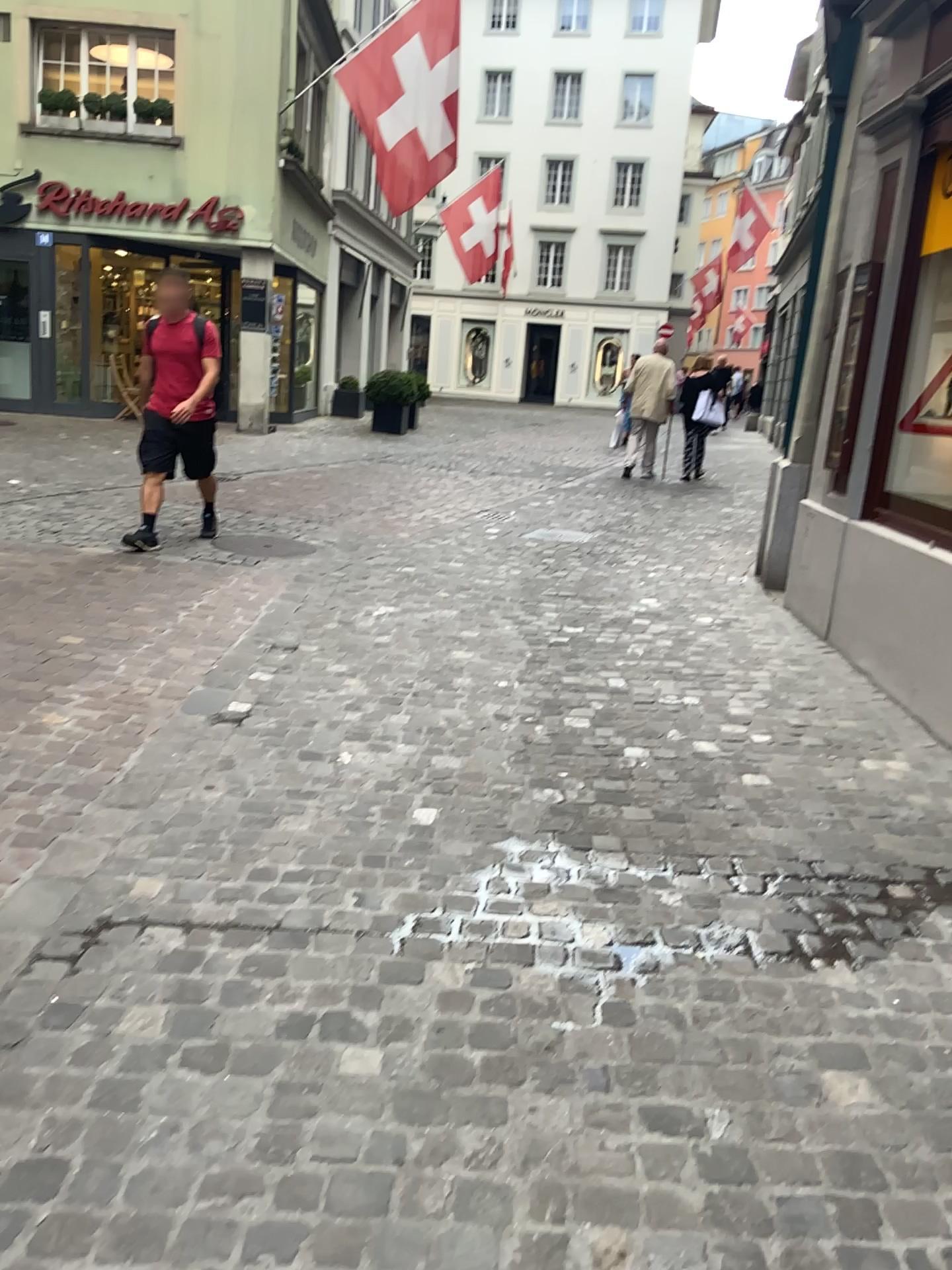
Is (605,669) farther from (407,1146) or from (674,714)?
(407,1146)
